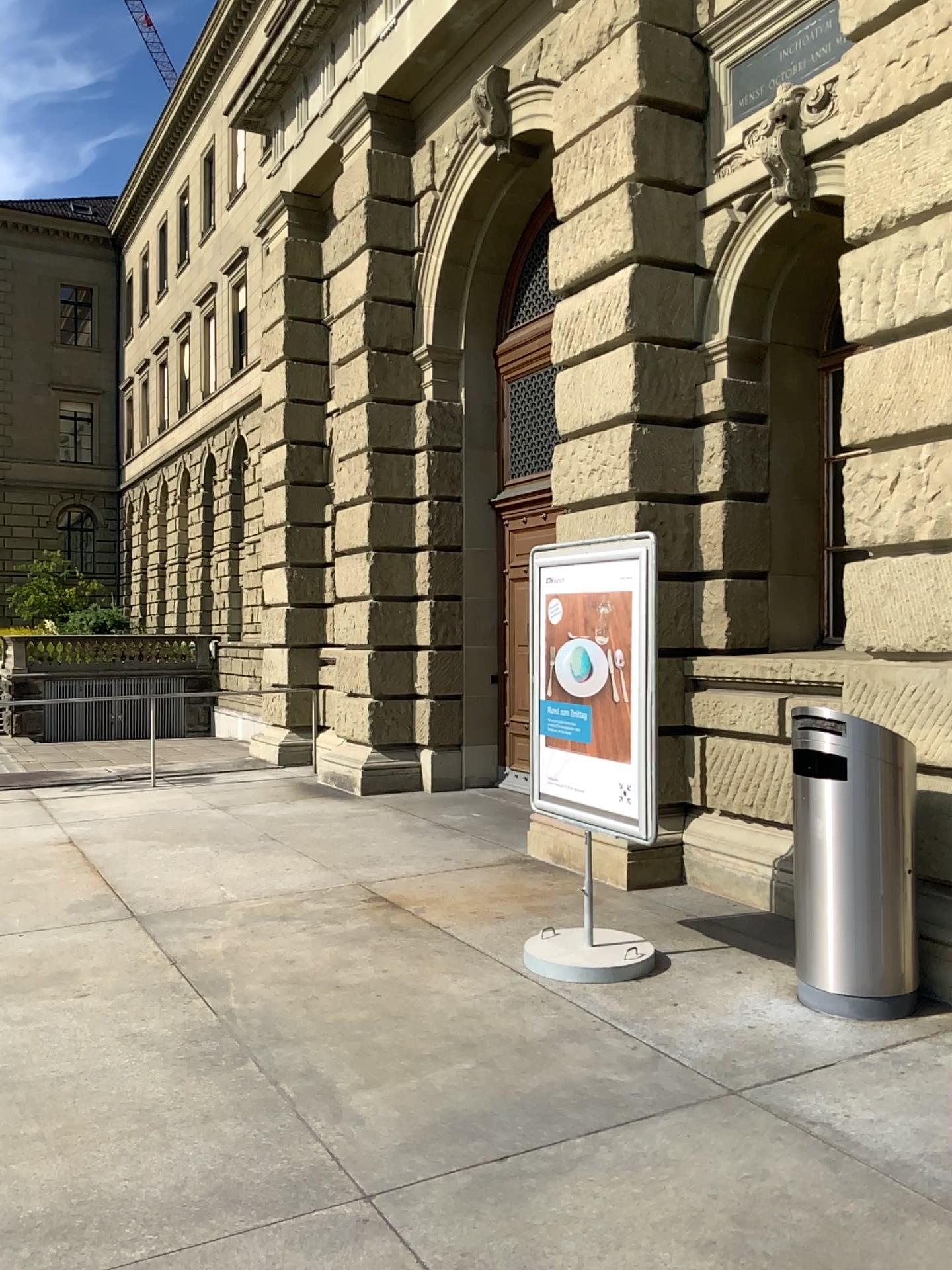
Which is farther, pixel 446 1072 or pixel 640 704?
pixel 640 704
